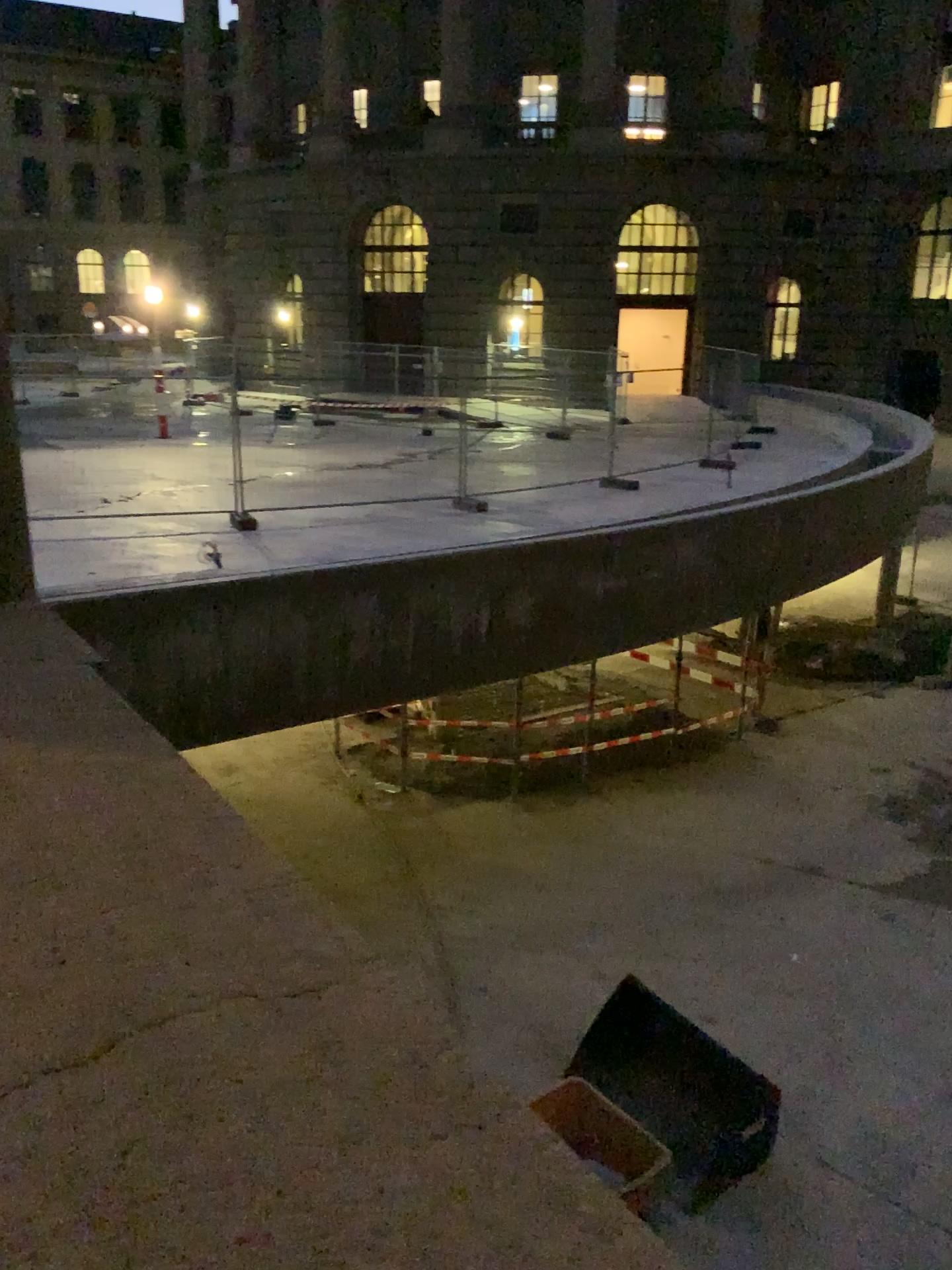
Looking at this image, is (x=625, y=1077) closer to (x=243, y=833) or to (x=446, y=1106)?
(x=446, y=1106)
